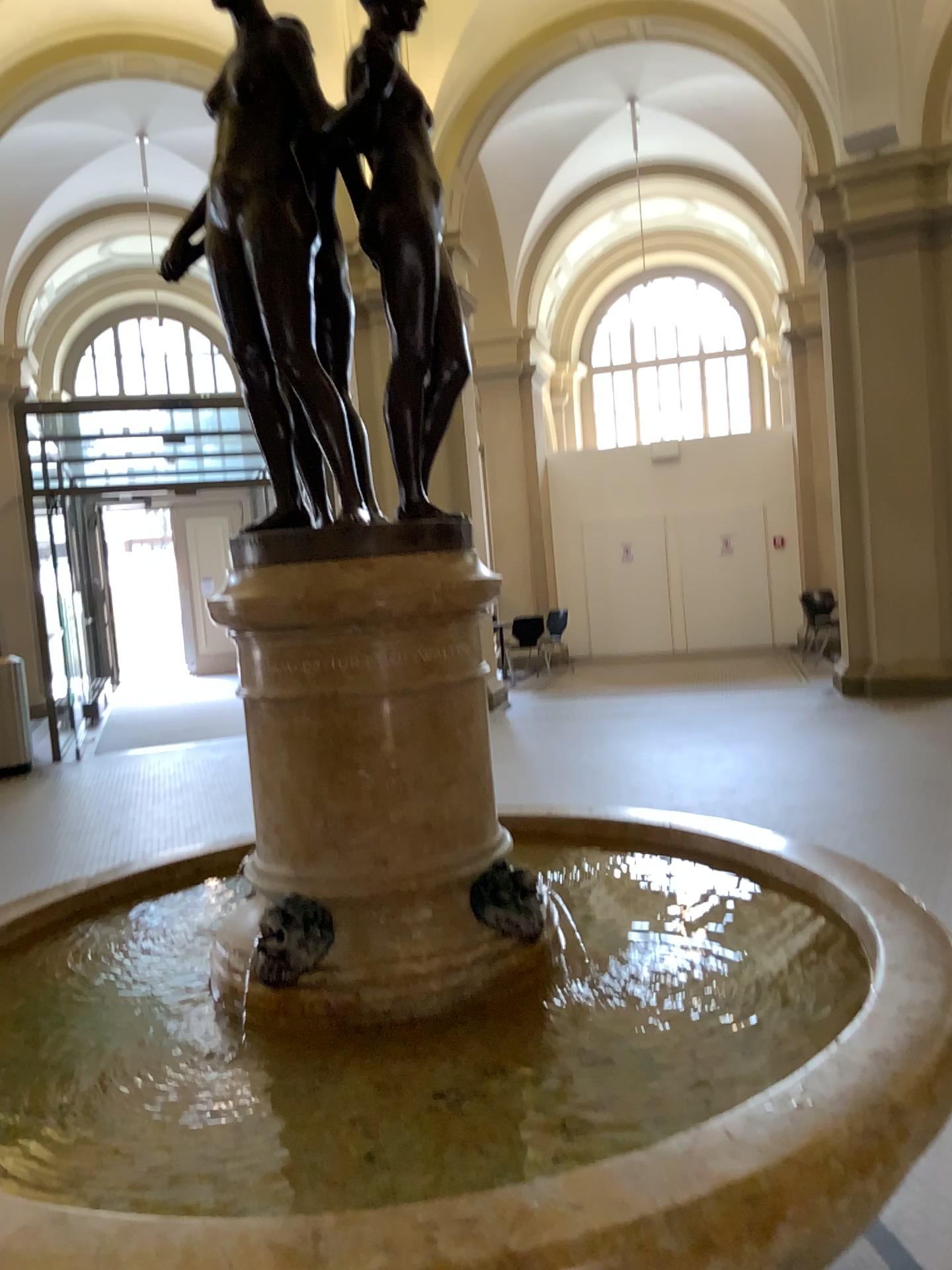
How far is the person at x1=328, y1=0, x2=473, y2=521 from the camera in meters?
1.8 m

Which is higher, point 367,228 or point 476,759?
point 367,228

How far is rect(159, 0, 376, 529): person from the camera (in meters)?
1.71

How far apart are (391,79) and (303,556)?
0.82m

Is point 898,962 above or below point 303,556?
below

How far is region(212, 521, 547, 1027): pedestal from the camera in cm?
170

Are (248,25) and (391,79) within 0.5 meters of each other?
yes
